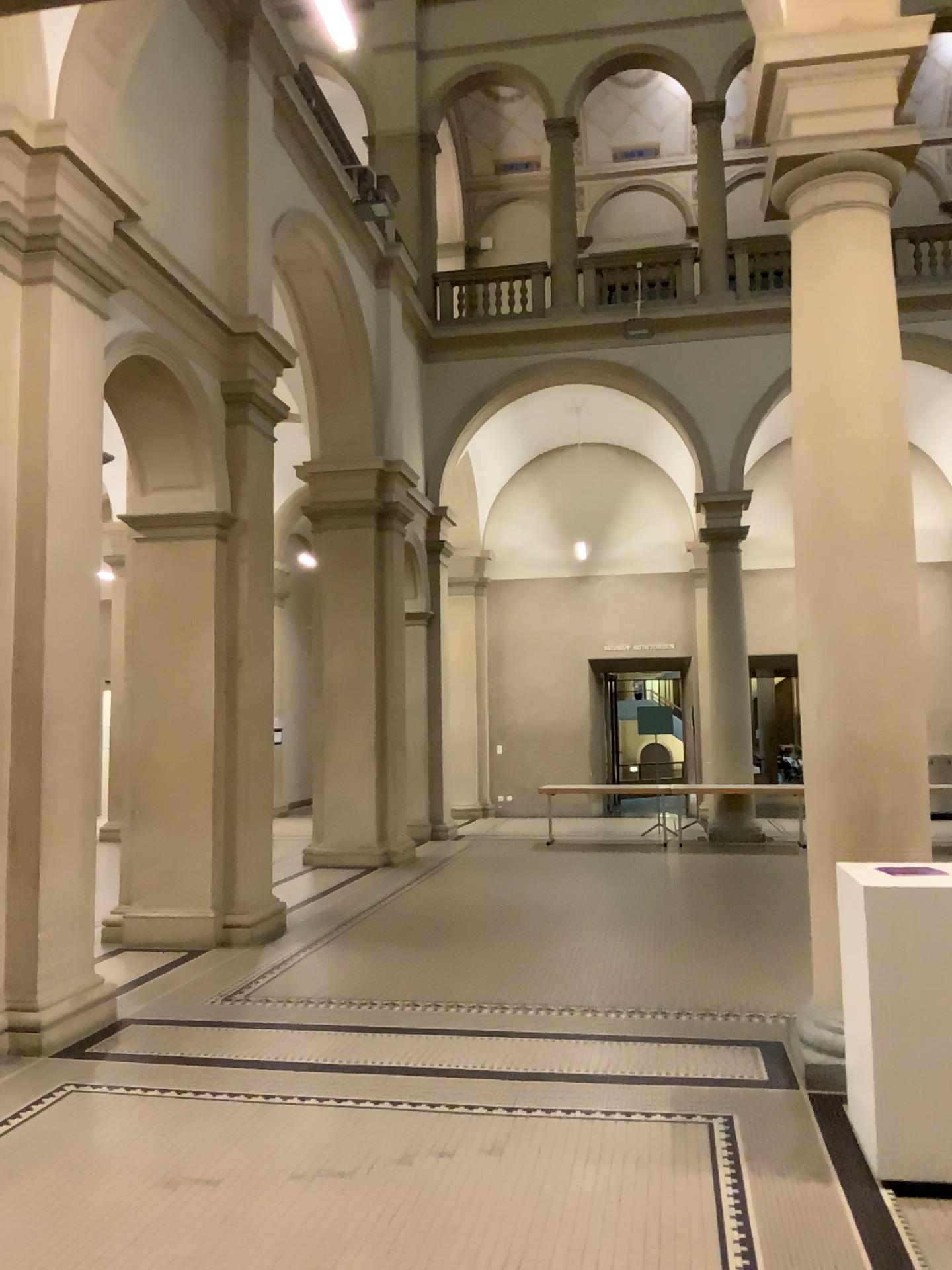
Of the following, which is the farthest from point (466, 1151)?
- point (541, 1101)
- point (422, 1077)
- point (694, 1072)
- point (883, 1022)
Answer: point (883, 1022)
